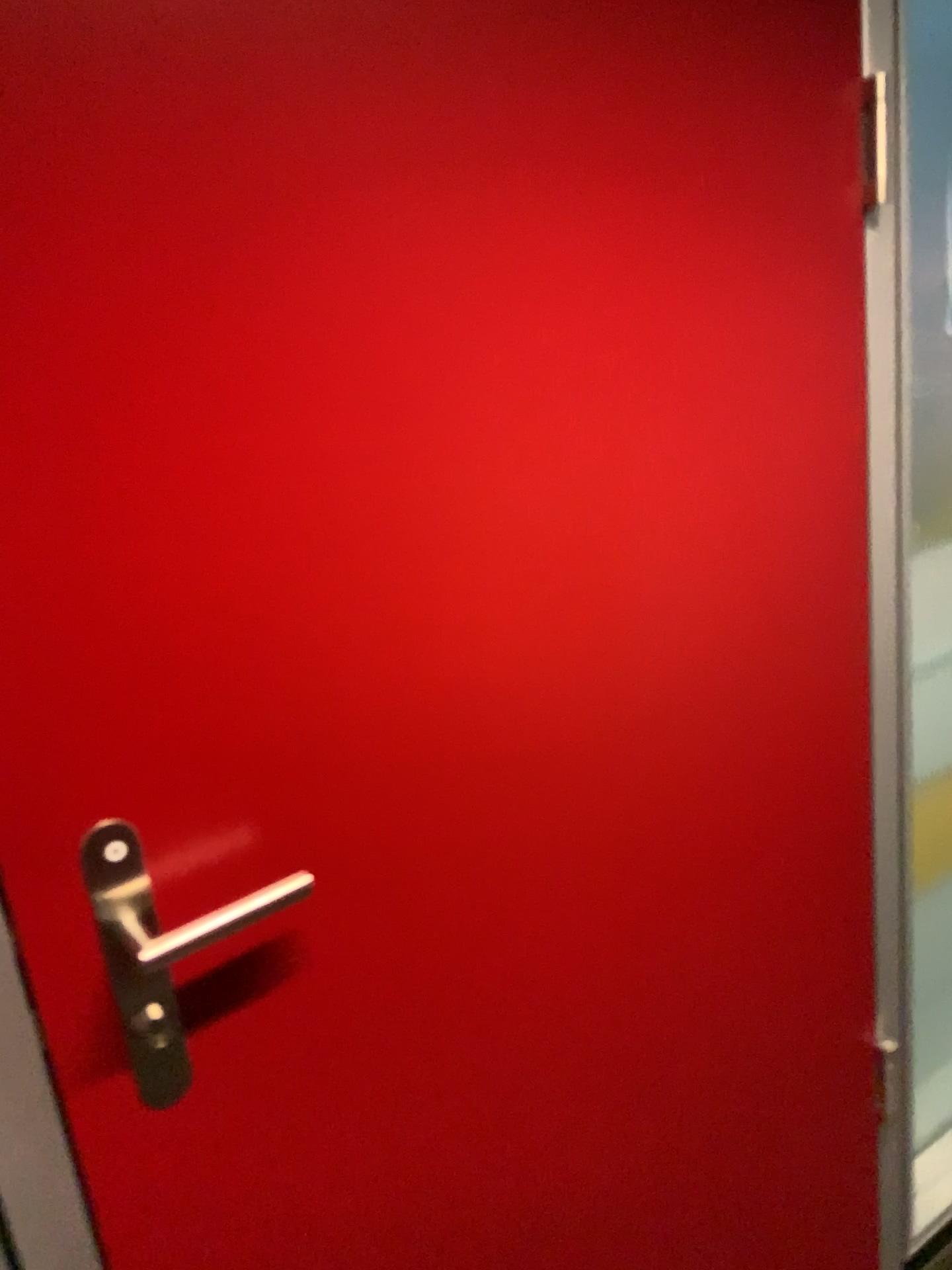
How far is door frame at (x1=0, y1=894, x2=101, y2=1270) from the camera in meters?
0.7 m

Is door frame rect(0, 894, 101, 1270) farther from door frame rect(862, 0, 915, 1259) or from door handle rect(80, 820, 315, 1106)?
door frame rect(862, 0, 915, 1259)

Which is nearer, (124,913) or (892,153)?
(124,913)

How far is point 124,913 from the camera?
0.72m

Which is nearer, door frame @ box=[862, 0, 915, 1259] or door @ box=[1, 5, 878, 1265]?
door @ box=[1, 5, 878, 1265]

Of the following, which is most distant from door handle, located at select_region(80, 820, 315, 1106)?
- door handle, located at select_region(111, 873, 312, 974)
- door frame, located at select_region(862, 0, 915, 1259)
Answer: door frame, located at select_region(862, 0, 915, 1259)

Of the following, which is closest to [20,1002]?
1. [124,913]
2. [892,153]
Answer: [124,913]

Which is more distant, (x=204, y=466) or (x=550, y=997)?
(x=550, y=997)
